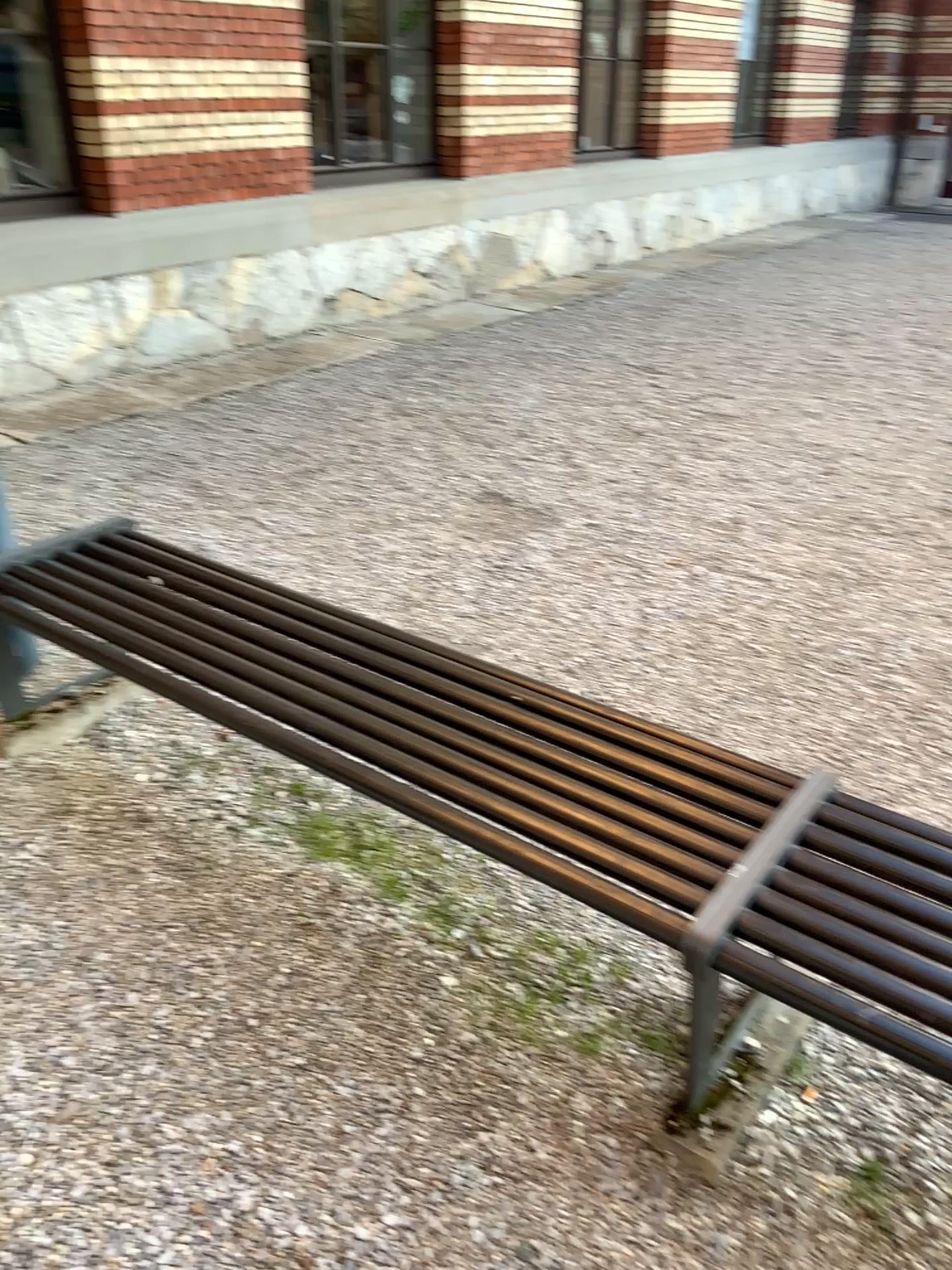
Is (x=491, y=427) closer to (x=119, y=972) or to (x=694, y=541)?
(x=694, y=541)
